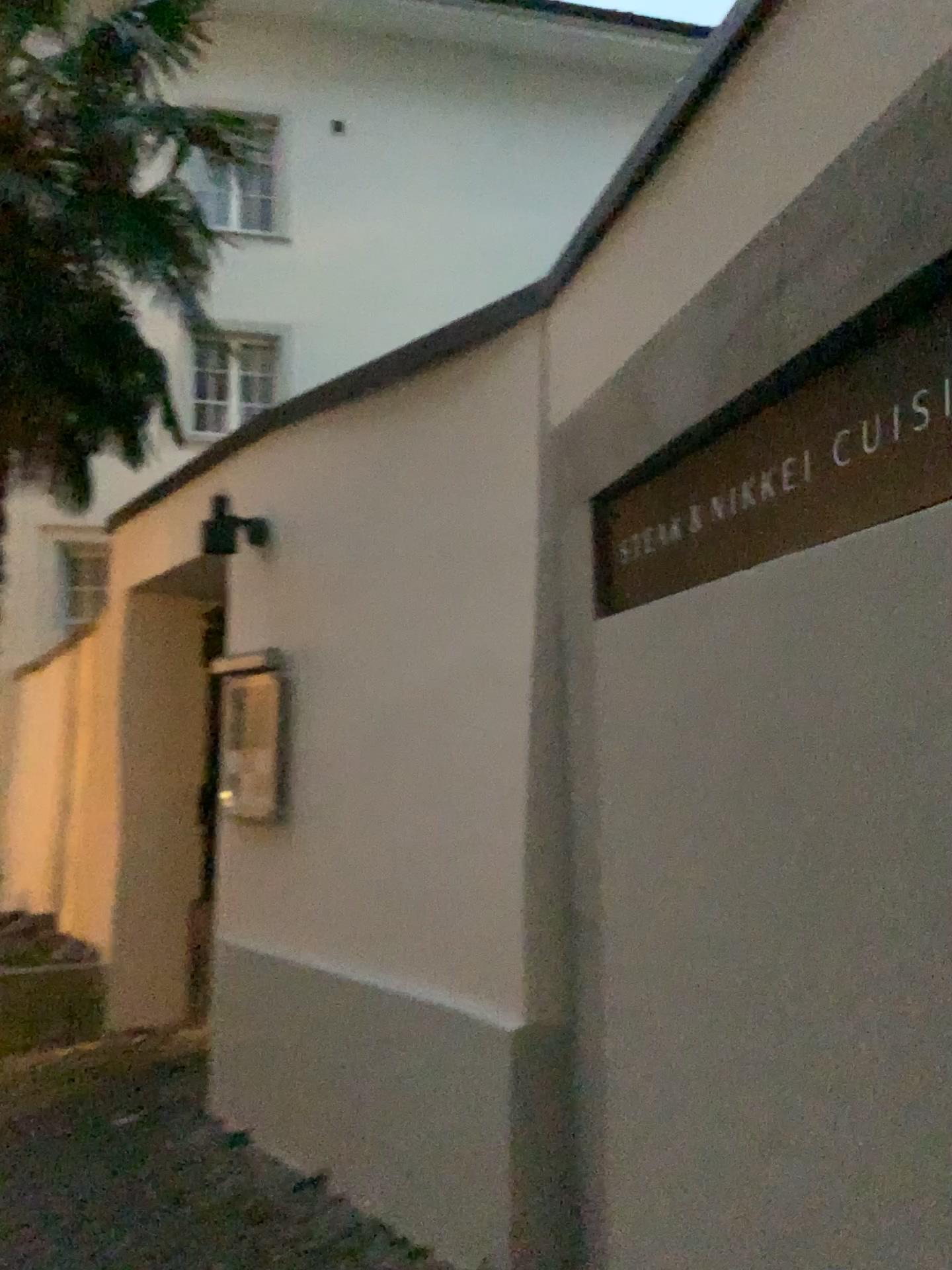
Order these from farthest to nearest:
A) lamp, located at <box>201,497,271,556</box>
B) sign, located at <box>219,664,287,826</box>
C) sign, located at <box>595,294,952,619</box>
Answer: lamp, located at <box>201,497,271,556</box> < sign, located at <box>219,664,287,826</box> < sign, located at <box>595,294,952,619</box>

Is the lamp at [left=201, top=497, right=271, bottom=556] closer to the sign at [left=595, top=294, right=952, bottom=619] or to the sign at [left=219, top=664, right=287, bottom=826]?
the sign at [left=219, top=664, right=287, bottom=826]

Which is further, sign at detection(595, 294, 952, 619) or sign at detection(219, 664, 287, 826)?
sign at detection(219, 664, 287, 826)

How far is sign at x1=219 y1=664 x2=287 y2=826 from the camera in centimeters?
364cm

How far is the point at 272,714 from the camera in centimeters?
364cm

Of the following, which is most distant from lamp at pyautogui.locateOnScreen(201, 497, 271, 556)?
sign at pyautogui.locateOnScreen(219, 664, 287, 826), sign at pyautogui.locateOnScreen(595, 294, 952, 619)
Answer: sign at pyautogui.locateOnScreen(595, 294, 952, 619)

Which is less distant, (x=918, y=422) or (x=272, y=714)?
(x=918, y=422)

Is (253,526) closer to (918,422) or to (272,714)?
(272,714)

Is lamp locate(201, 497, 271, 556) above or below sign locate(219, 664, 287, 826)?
above

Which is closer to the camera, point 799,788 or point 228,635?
point 799,788
